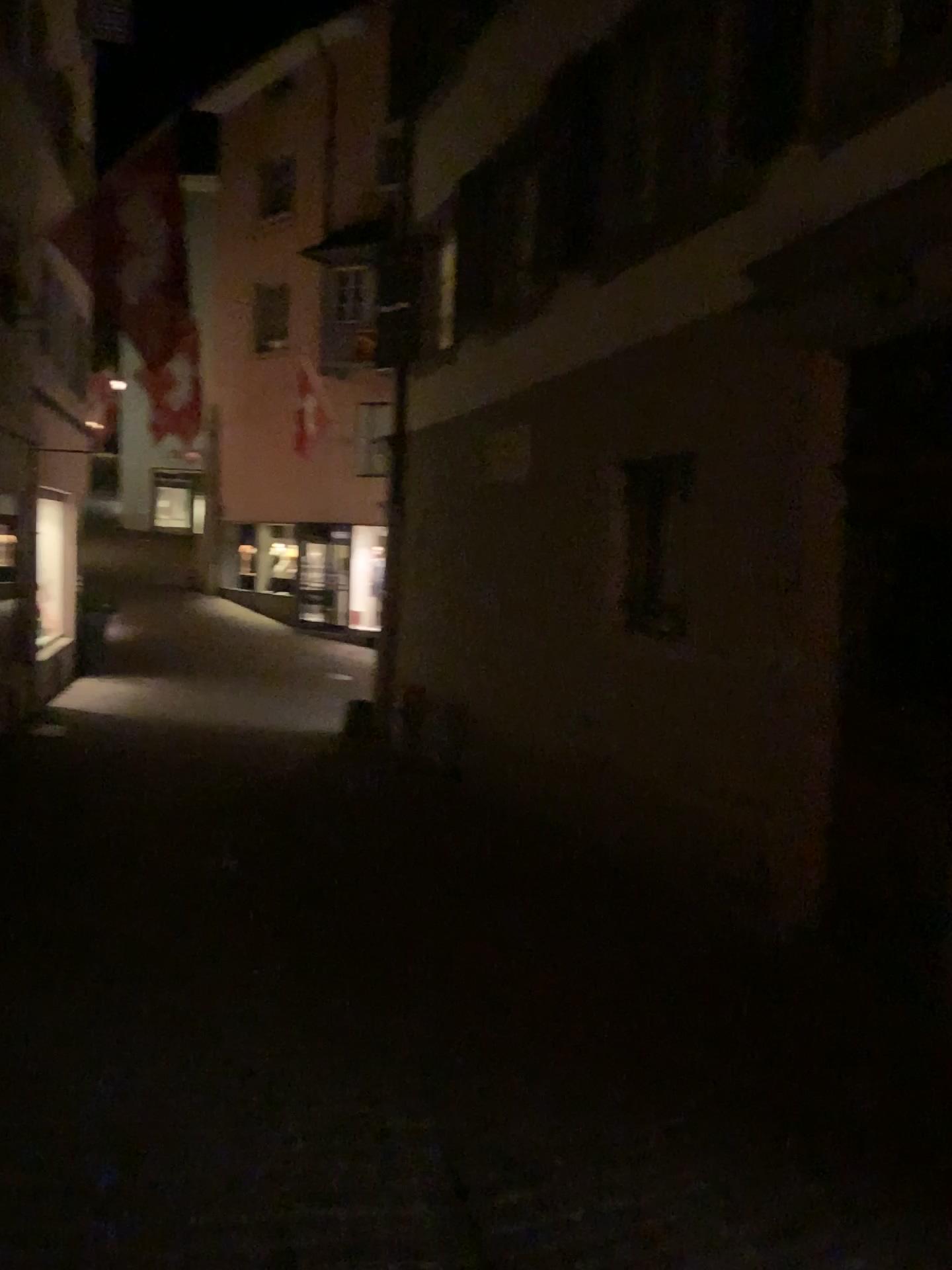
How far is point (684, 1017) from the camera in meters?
3.8 m
